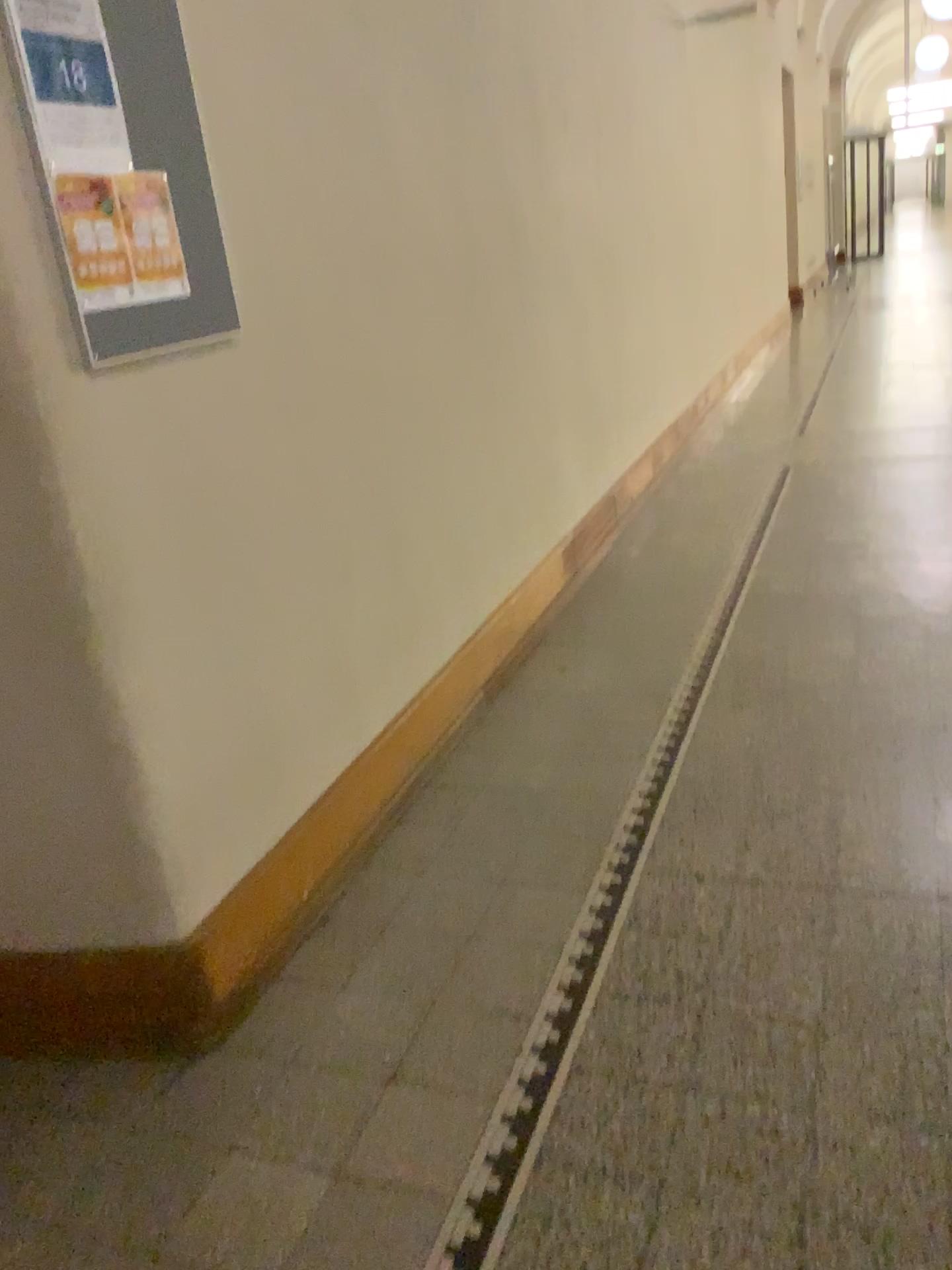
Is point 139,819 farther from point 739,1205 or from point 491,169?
point 491,169

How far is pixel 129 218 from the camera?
1.77m

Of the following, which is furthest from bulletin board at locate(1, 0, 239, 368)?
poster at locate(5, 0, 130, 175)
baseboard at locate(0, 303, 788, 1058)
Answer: baseboard at locate(0, 303, 788, 1058)

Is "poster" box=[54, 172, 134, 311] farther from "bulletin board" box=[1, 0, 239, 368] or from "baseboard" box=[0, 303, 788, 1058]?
"baseboard" box=[0, 303, 788, 1058]

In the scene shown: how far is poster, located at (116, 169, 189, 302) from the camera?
1.8m

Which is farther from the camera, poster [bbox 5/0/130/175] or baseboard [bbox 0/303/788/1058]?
baseboard [bbox 0/303/788/1058]

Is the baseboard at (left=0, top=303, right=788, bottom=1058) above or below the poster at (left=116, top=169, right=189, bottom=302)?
below

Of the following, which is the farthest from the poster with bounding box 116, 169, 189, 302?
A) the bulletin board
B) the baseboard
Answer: the baseboard

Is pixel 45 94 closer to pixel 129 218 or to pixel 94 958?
pixel 129 218

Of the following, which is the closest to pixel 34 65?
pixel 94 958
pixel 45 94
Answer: pixel 45 94
